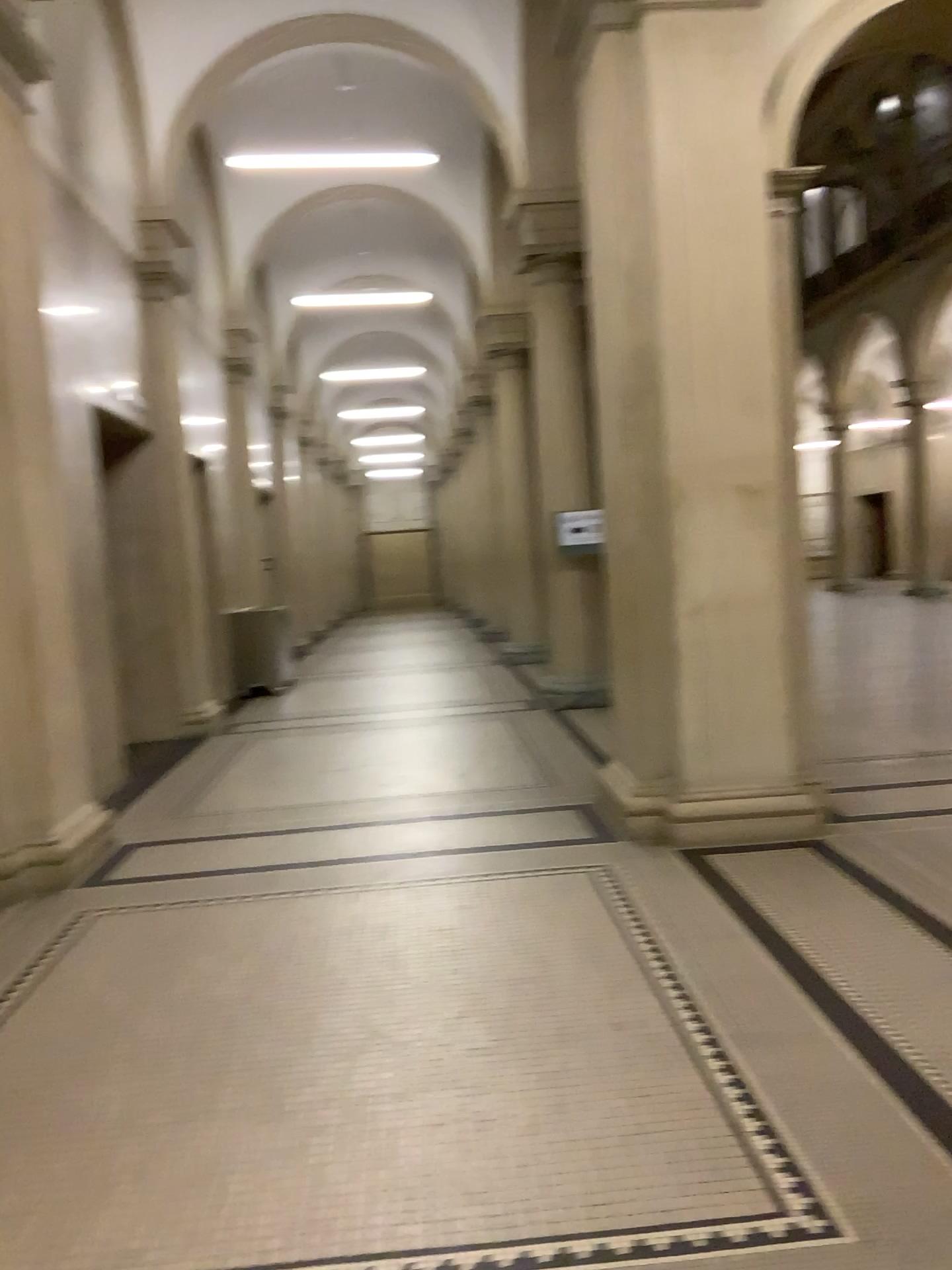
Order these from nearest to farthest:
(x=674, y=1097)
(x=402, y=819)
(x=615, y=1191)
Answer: (x=615, y=1191) < (x=674, y=1097) < (x=402, y=819)
